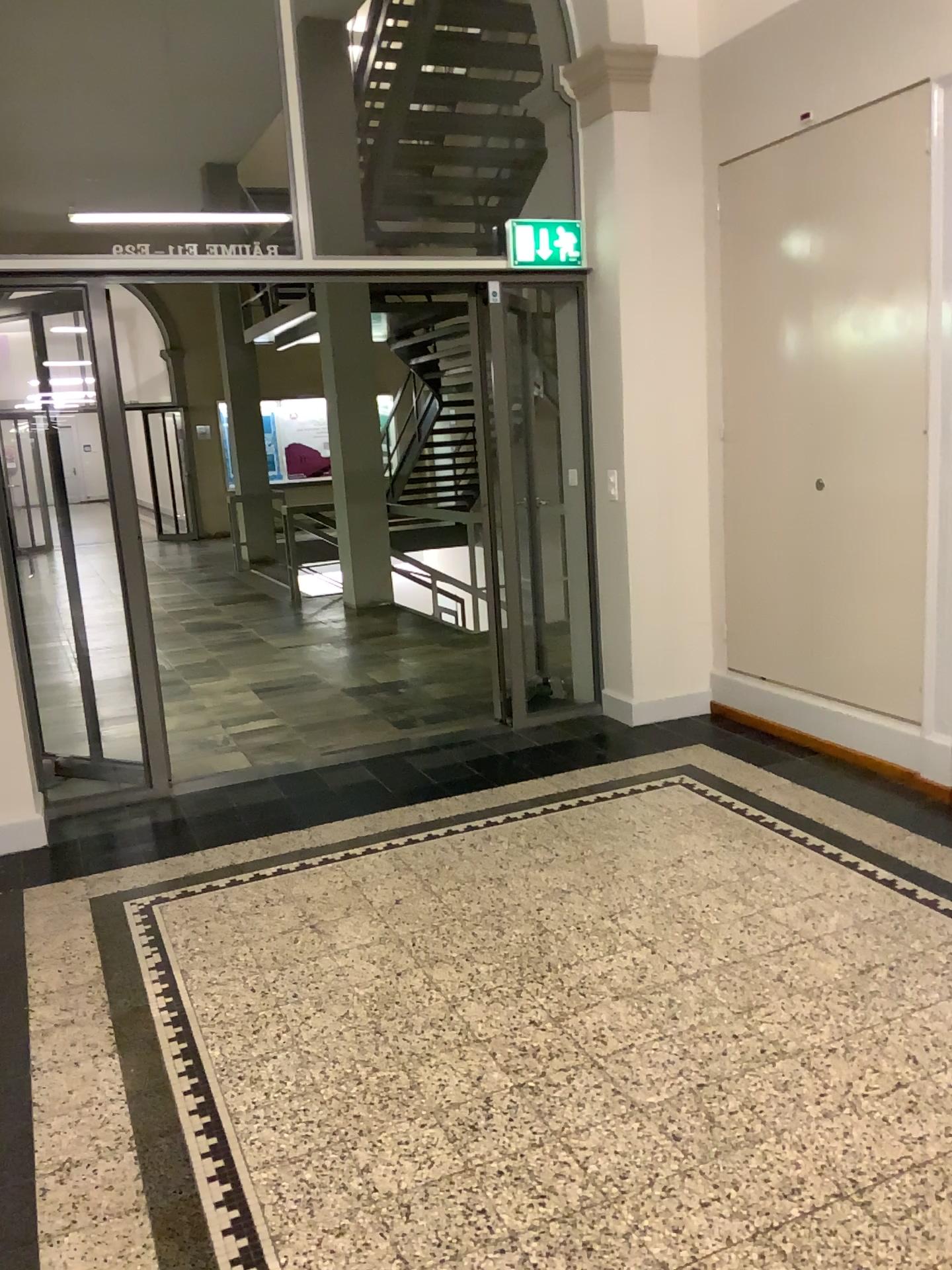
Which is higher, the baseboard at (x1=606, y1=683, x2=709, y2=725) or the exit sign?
the exit sign

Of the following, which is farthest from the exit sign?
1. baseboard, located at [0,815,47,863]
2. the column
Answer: baseboard, located at [0,815,47,863]

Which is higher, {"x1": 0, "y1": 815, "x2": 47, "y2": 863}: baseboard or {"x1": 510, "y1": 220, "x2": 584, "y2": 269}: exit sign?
{"x1": 510, "y1": 220, "x2": 584, "y2": 269}: exit sign

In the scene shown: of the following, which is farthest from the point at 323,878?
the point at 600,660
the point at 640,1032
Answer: the point at 600,660

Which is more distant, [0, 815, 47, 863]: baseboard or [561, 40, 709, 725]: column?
[561, 40, 709, 725]: column

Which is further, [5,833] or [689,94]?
[689,94]

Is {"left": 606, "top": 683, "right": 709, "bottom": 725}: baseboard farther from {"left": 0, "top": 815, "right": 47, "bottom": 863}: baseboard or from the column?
{"left": 0, "top": 815, "right": 47, "bottom": 863}: baseboard

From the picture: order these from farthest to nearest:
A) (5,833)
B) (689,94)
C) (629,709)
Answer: (629,709) → (689,94) → (5,833)

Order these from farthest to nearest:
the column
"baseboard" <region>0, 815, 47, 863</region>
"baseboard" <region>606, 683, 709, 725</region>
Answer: "baseboard" <region>606, 683, 709, 725</region> < the column < "baseboard" <region>0, 815, 47, 863</region>

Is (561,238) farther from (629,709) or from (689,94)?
(629,709)
